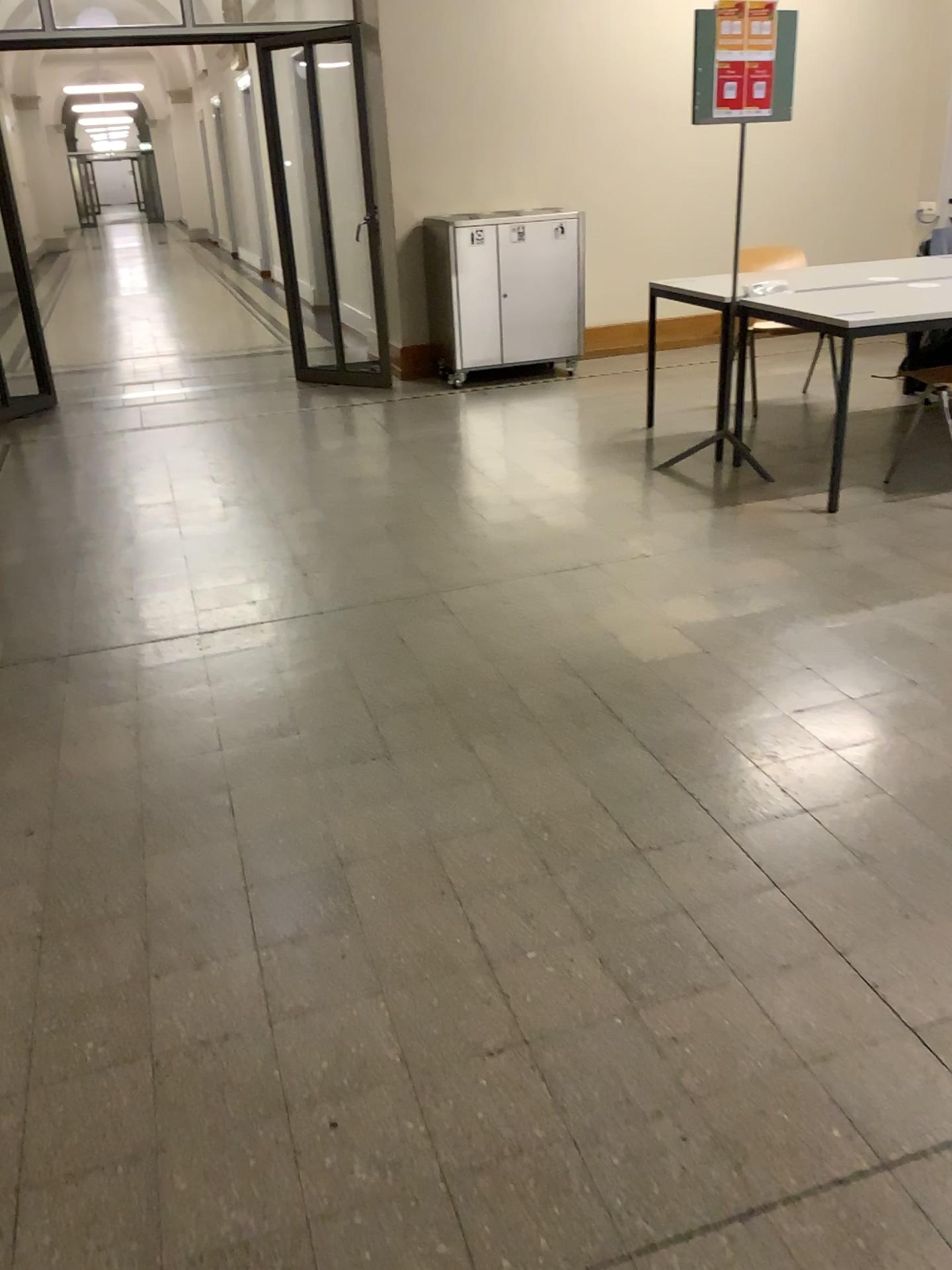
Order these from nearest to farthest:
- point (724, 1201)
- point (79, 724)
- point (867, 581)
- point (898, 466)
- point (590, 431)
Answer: point (724, 1201) → point (79, 724) → point (867, 581) → point (898, 466) → point (590, 431)
